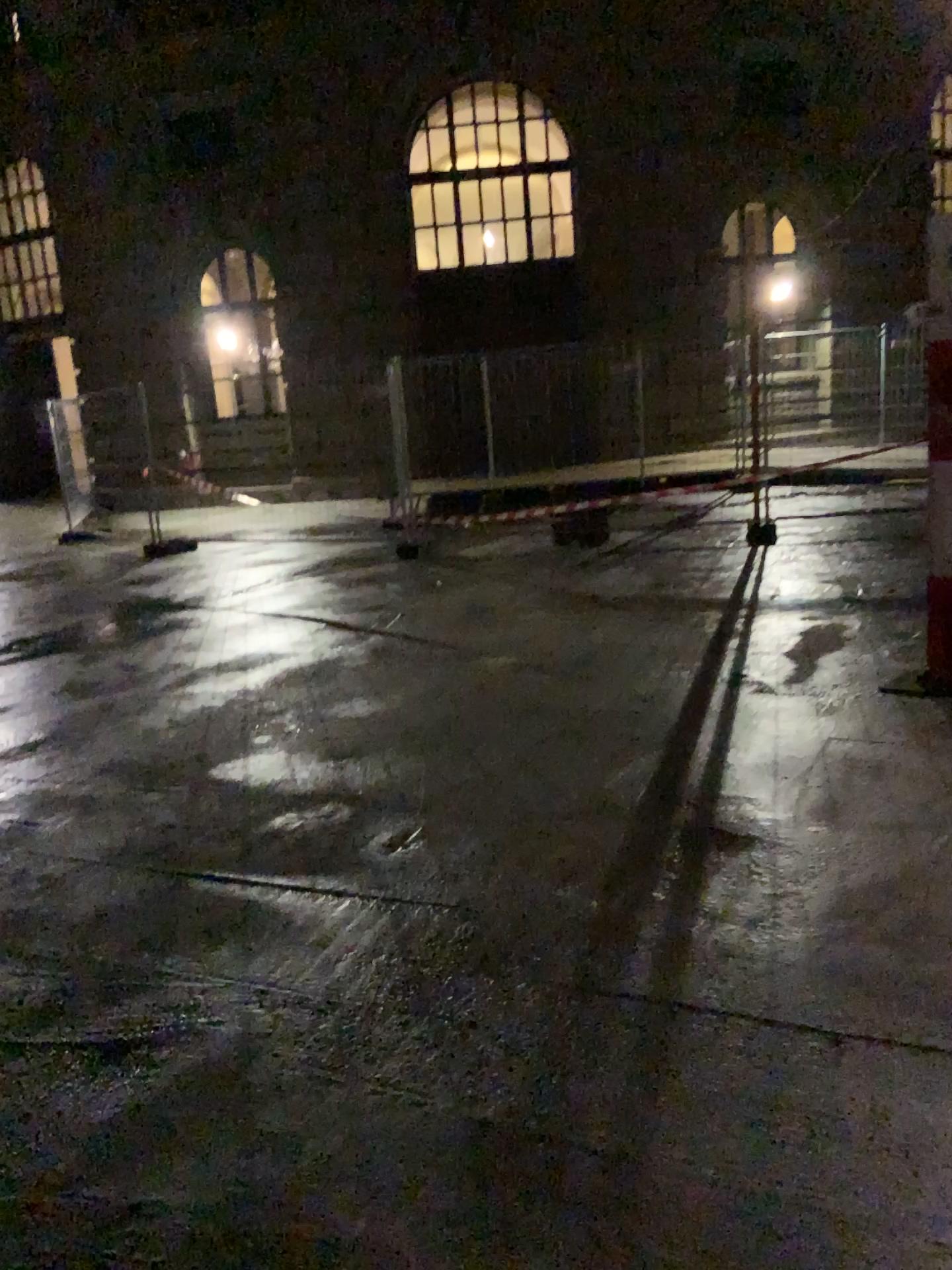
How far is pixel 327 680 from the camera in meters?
5.5 m
